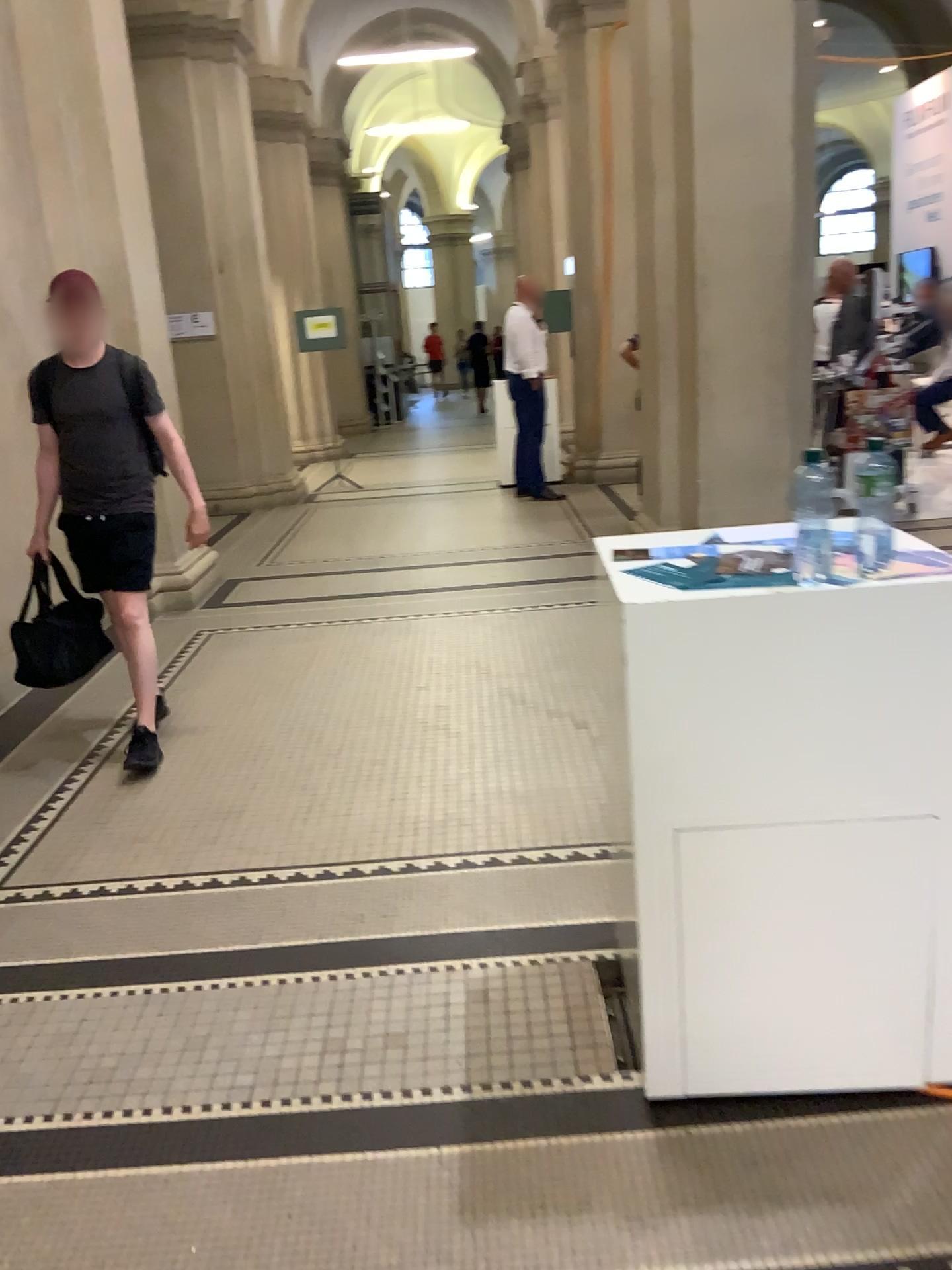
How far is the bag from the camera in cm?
387

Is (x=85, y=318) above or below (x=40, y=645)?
above

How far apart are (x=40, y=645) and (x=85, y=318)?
1.20m

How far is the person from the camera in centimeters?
378cm

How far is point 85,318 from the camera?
3.8m

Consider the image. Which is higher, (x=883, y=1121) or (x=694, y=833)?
(x=694, y=833)
